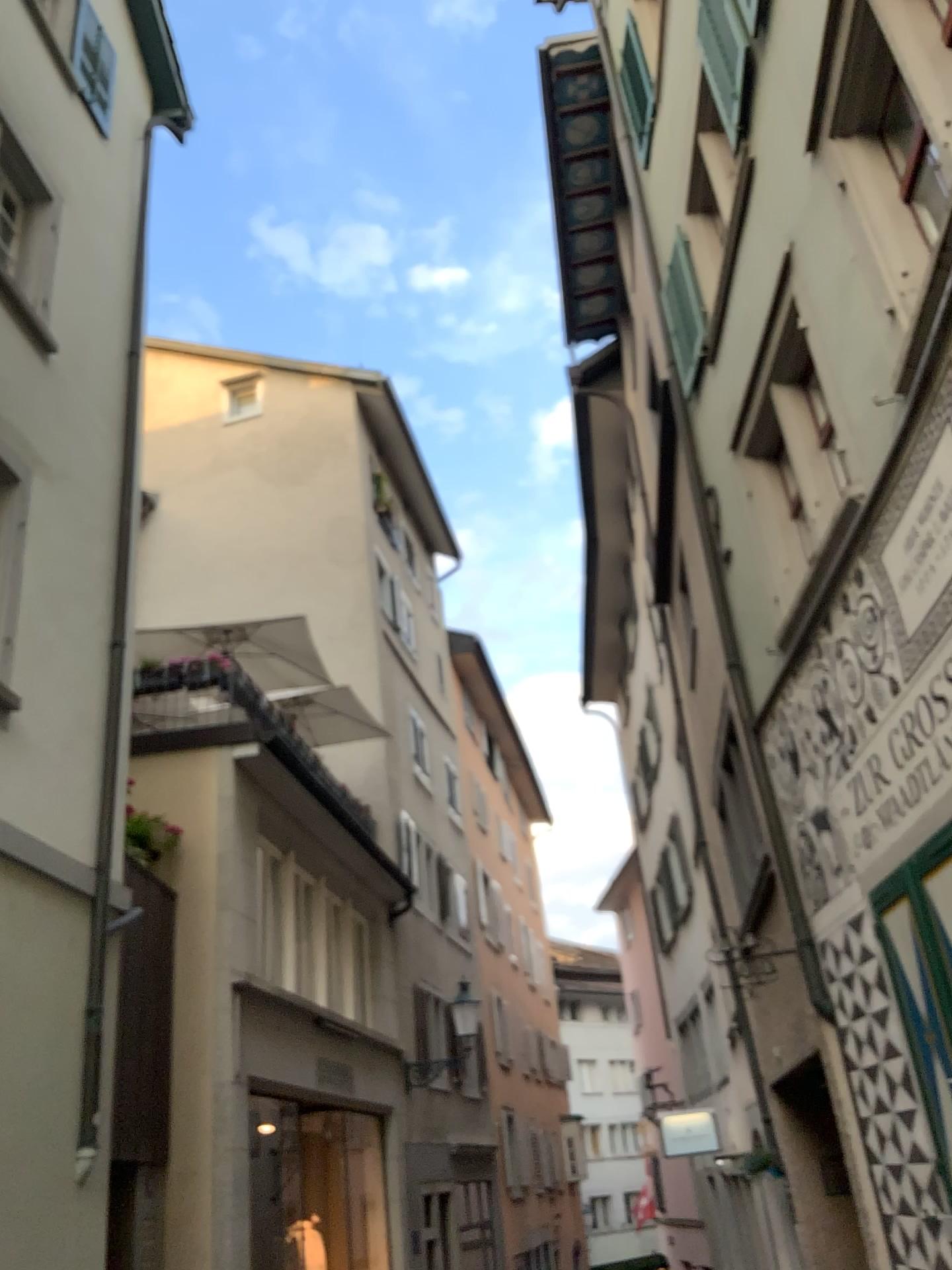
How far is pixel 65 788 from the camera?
1.97m
